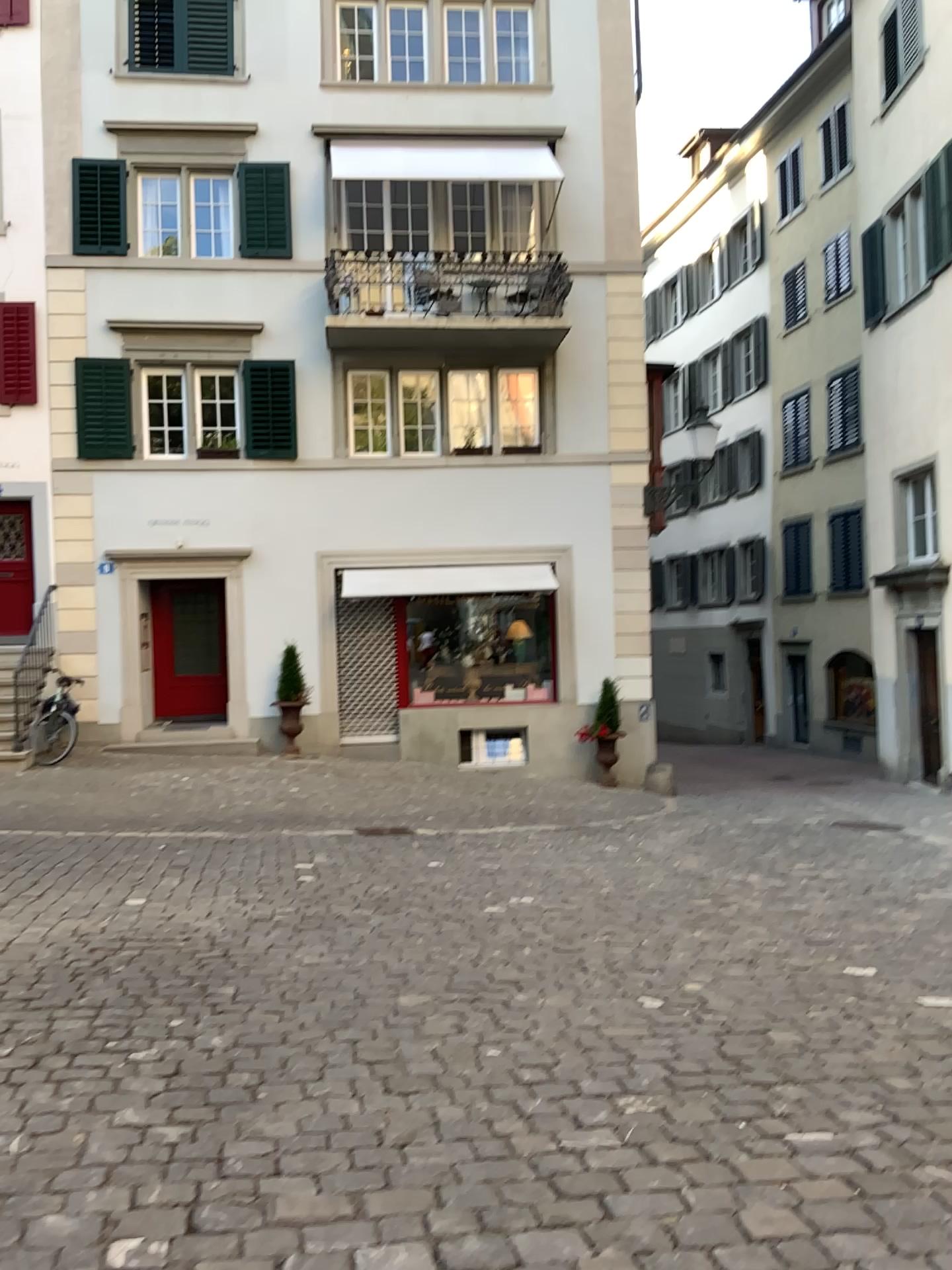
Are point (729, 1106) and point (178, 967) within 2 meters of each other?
no
